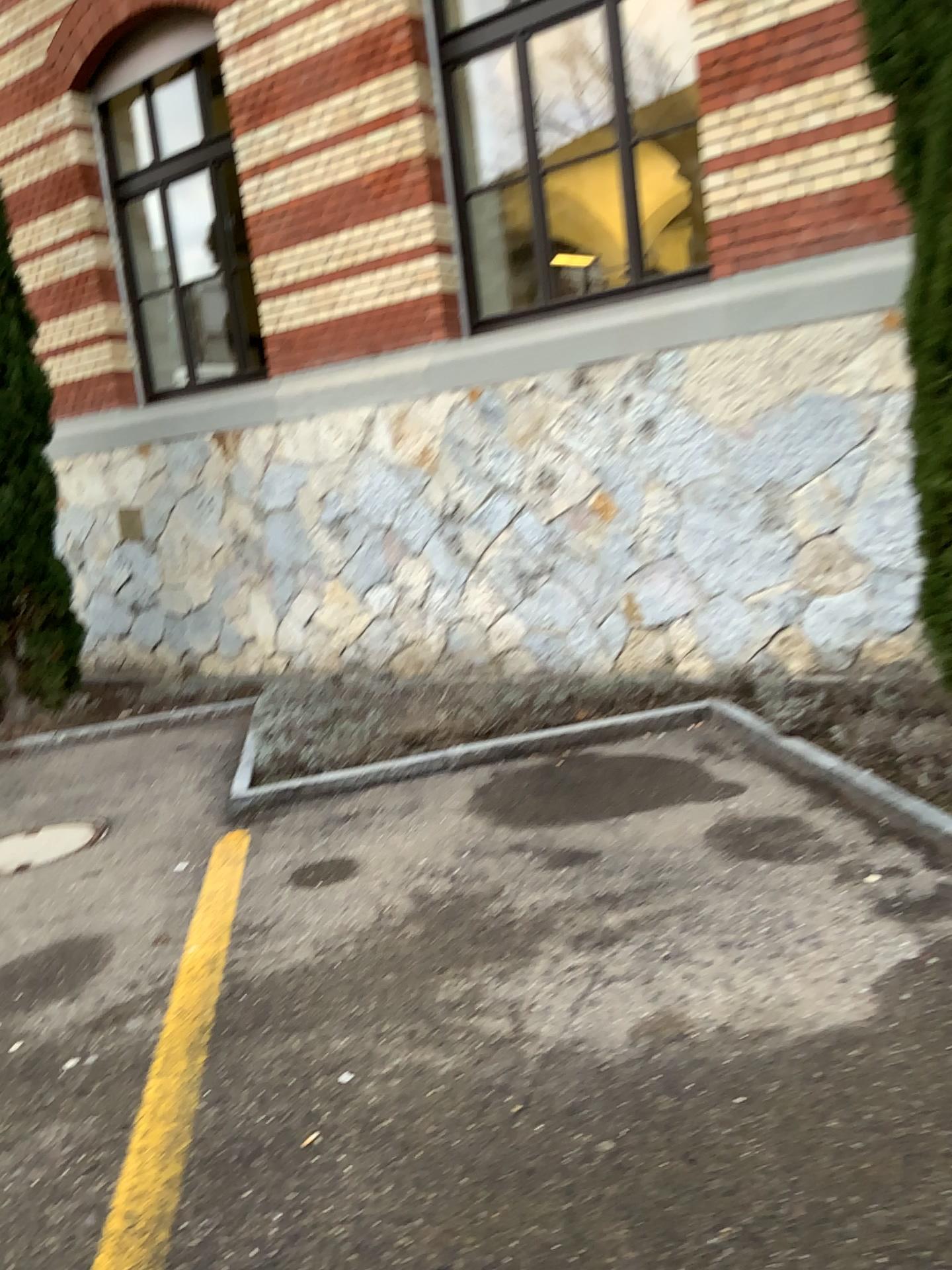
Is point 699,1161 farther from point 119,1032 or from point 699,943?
point 119,1032
